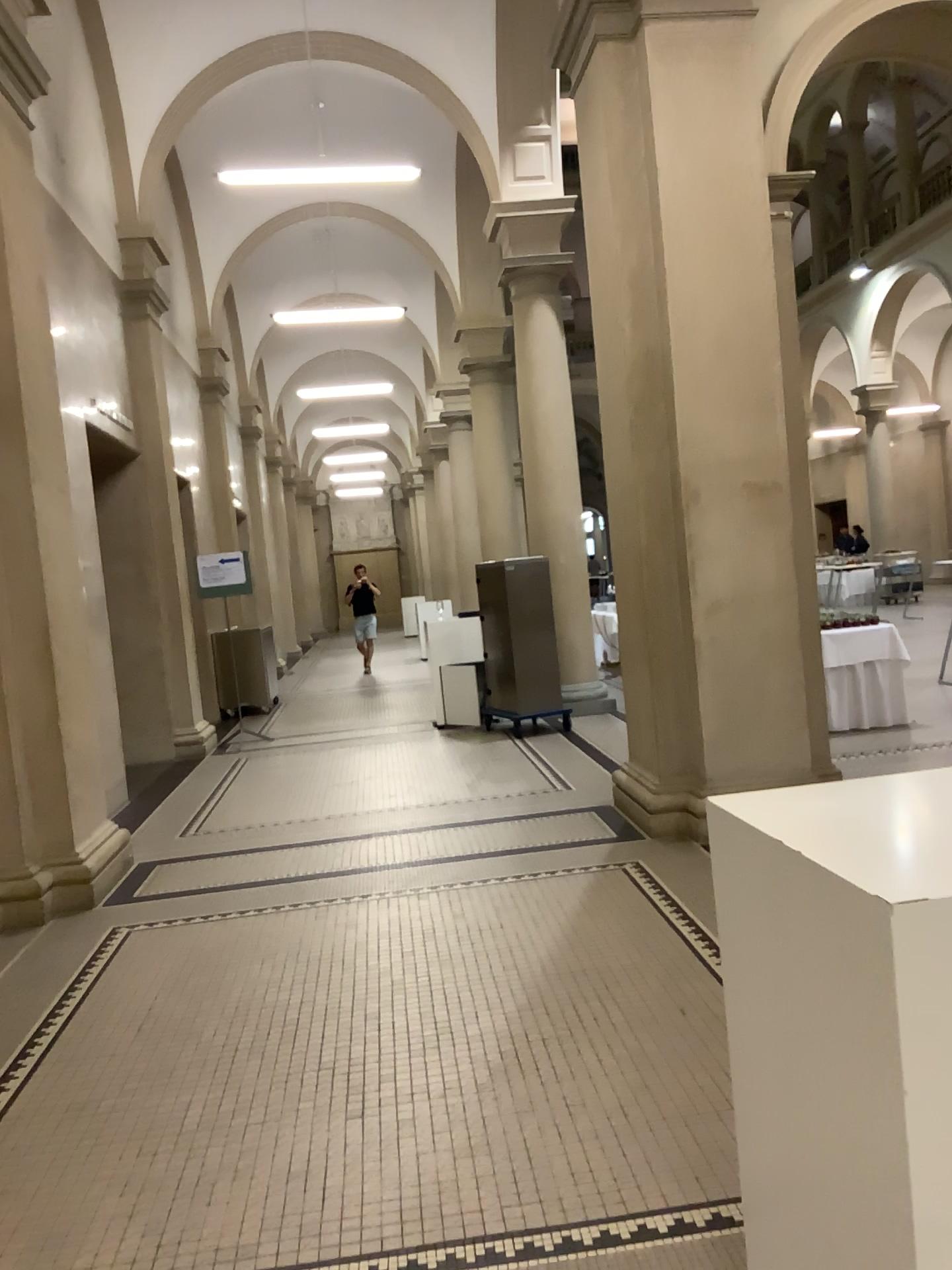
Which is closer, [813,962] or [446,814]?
[813,962]
